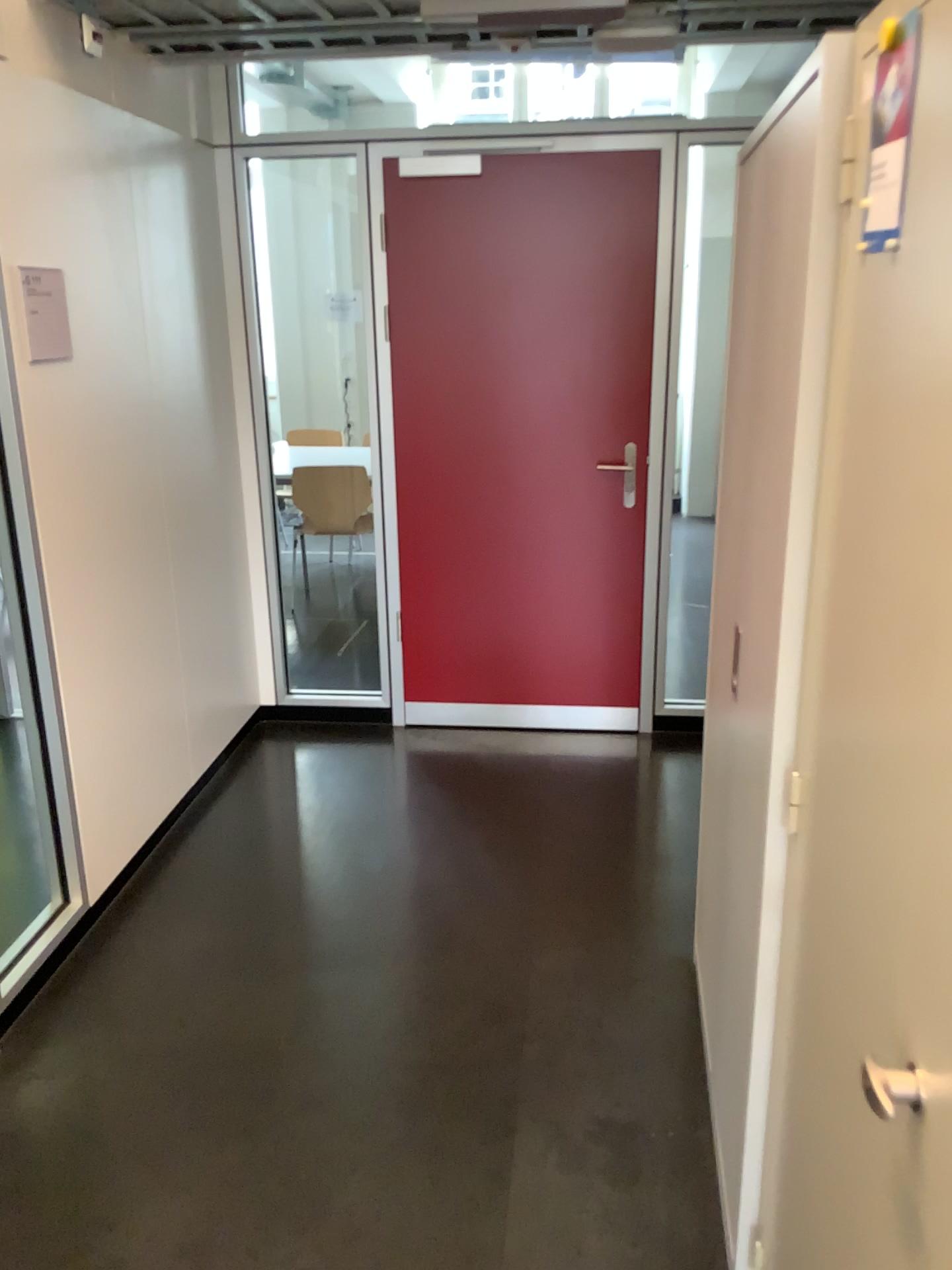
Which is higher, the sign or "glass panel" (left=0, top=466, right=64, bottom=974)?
the sign

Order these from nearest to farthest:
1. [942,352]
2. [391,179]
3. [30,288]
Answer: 1. [942,352]
2. [30,288]
3. [391,179]

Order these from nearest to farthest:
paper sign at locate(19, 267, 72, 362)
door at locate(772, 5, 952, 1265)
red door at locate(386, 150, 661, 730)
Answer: door at locate(772, 5, 952, 1265) → paper sign at locate(19, 267, 72, 362) → red door at locate(386, 150, 661, 730)

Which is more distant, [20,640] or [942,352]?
[20,640]

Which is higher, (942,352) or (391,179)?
(391,179)

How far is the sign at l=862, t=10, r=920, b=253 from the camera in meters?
1.0 m

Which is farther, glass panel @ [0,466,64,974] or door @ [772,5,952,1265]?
glass panel @ [0,466,64,974]

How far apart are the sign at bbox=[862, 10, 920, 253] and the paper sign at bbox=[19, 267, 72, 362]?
2.0m

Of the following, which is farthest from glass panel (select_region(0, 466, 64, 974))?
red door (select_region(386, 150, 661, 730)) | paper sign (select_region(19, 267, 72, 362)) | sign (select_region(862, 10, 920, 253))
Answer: sign (select_region(862, 10, 920, 253))

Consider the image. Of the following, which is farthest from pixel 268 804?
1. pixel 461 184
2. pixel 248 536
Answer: pixel 461 184
